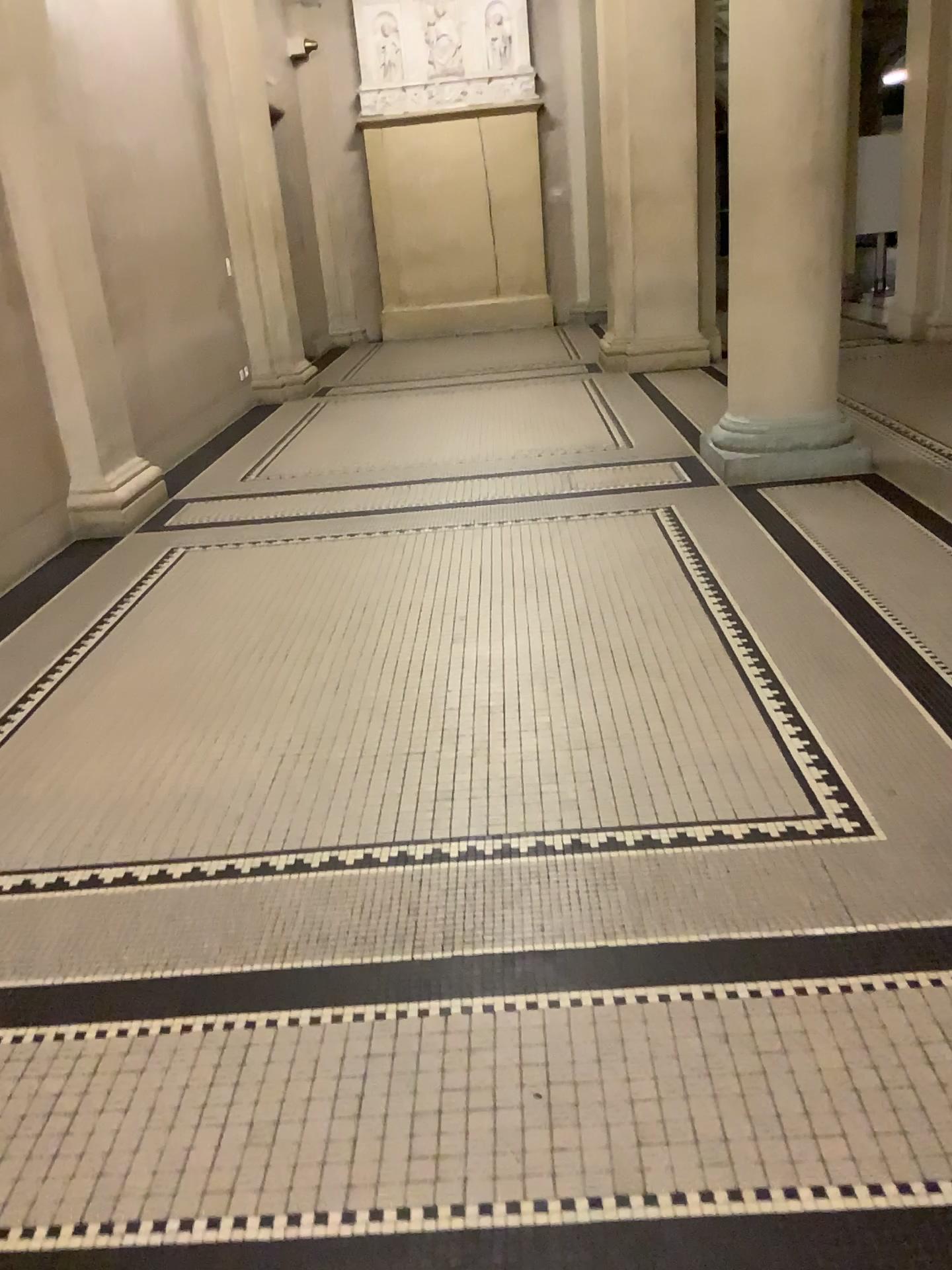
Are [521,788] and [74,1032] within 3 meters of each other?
yes
